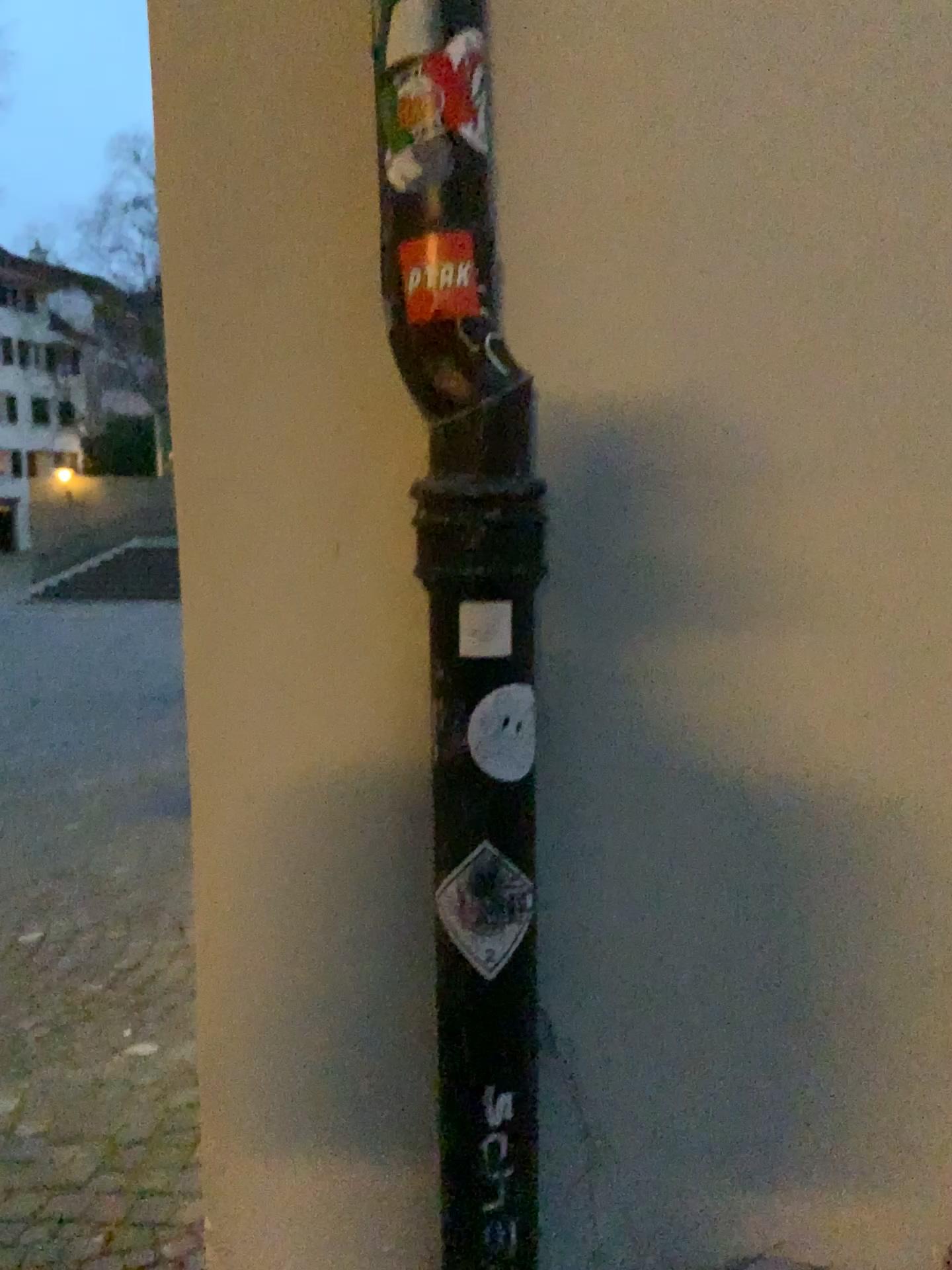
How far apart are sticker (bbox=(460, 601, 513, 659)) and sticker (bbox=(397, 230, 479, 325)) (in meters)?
0.26

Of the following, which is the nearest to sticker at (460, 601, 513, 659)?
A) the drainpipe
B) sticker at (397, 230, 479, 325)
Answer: the drainpipe

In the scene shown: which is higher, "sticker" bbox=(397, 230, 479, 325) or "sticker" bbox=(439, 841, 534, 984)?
"sticker" bbox=(397, 230, 479, 325)

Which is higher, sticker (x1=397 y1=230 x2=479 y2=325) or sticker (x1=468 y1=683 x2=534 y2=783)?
sticker (x1=397 y1=230 x2=479 y2=325)

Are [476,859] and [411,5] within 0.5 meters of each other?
no

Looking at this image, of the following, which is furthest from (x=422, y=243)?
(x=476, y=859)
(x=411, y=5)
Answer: (x=476, y=859)

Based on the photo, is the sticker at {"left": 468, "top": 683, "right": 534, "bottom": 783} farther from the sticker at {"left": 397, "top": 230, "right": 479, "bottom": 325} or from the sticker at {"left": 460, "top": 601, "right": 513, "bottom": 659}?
Result: the sticker at {"left": 397, "top": 230, "right": 479, "bottom": 325}

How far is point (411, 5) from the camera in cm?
91

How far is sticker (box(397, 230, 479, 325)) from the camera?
0.91m

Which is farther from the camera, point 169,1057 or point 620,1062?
point 169,1057
